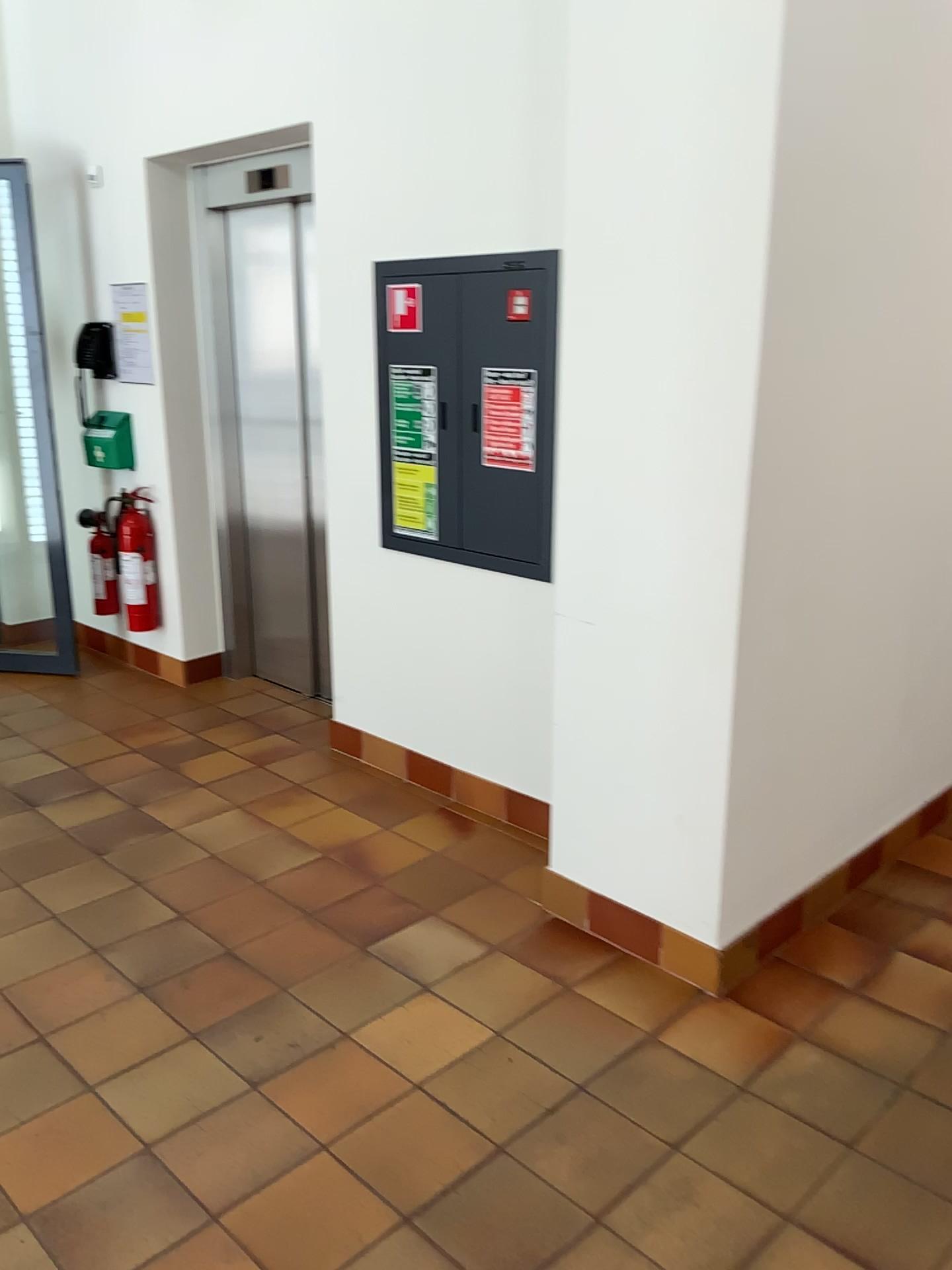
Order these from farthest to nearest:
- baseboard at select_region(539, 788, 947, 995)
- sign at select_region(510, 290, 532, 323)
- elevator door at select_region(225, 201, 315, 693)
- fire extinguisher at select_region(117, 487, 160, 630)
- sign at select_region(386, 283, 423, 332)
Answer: fire extinguisher at select_region(117, 487, 160, 630) → elevator door at select_region(225, 201, 315, 693) → sign at select_region(386, 283, 423, 332) → sign at select_region(510, 290, 532, 323) → baseboard at select_region(539, 788, 947, 995)

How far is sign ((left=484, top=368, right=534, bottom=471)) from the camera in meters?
3.2

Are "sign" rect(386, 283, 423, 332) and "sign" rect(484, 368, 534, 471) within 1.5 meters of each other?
yes

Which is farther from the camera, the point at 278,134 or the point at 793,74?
the point at 278,134

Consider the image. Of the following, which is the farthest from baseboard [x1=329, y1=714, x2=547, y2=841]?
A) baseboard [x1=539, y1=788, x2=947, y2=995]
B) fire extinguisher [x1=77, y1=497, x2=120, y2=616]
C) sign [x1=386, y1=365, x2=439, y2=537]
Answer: fire extinguisher [x1=77, y1=497, x2=120, y2=616]

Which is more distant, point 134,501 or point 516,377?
point 134,501

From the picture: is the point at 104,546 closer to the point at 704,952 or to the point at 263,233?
the point at 263,233

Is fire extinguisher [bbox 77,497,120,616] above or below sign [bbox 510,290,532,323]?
below

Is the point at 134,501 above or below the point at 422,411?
below

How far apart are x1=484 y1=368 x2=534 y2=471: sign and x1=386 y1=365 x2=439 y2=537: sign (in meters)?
0.30
